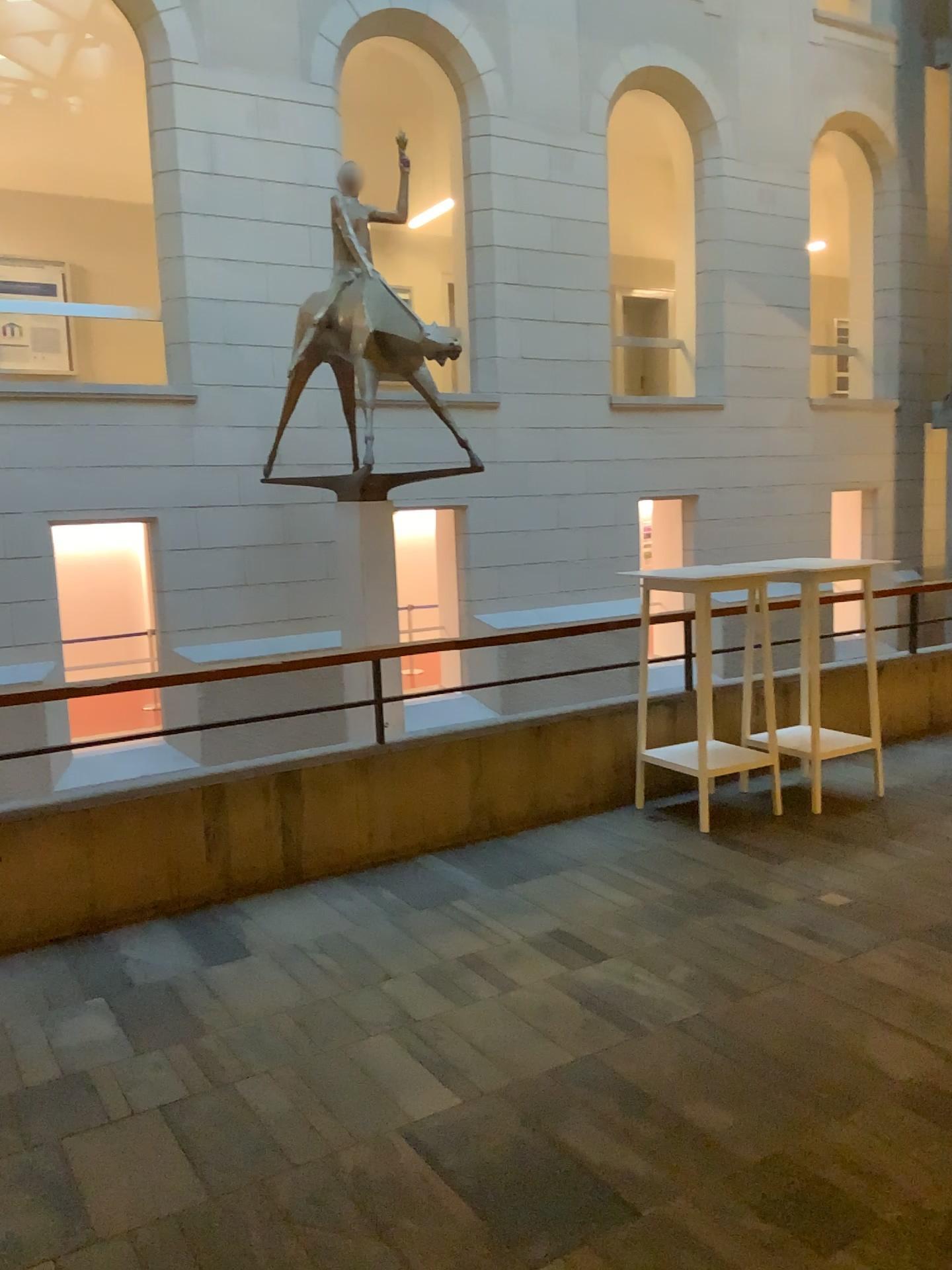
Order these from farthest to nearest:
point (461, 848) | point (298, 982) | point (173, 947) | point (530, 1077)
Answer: point (461, 848) → point (173, 947) → point (298, 982) → point (530, 1077)
